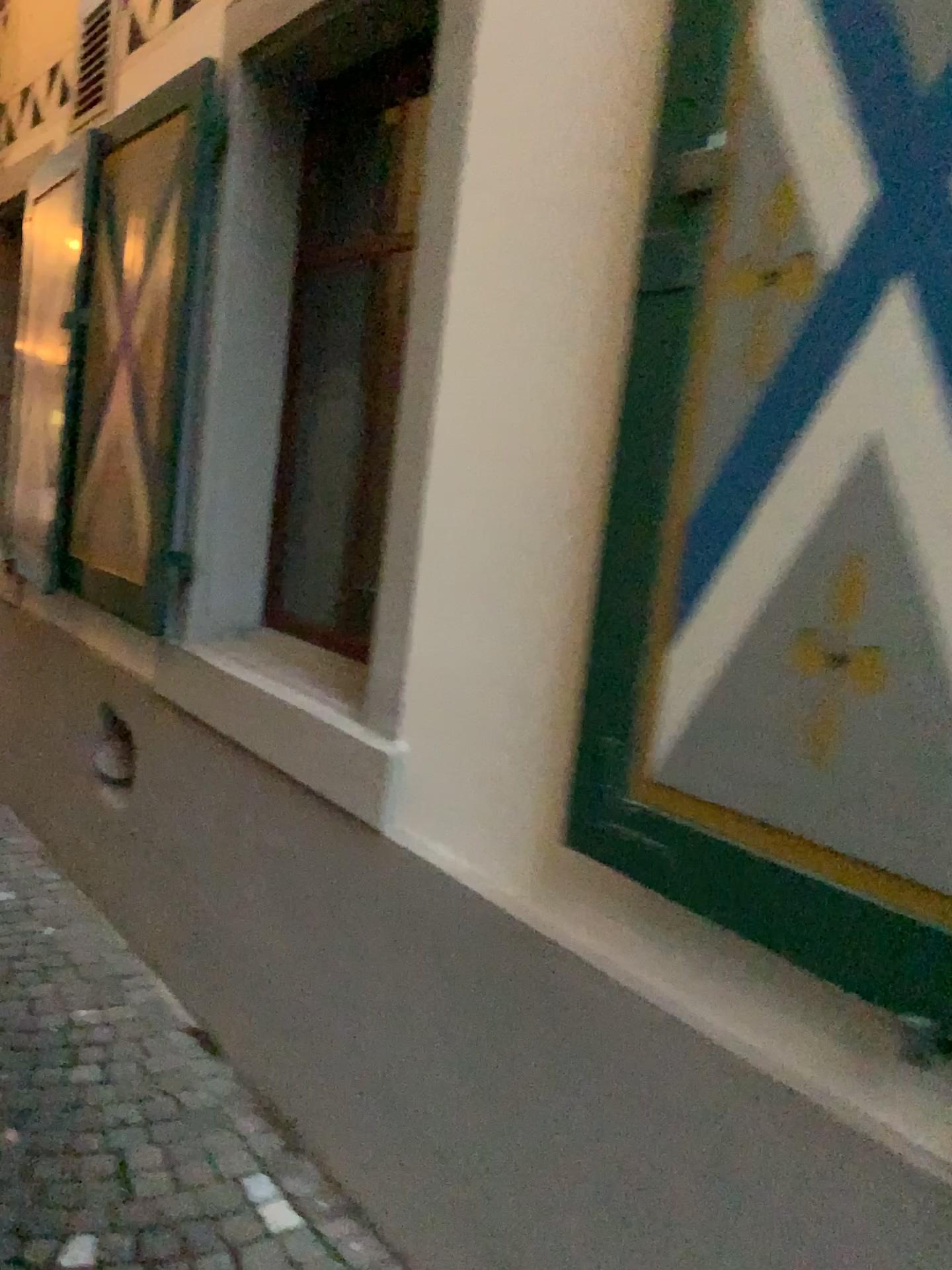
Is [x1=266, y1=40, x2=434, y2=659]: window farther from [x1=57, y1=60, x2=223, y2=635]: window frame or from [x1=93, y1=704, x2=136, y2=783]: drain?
[x1=93, y1=704, x2=136, y2=783]: drain

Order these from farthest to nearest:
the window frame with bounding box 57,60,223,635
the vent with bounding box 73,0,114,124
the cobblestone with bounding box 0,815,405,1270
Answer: the vent with bounding box 73,0,114,124 < the window frame with bounding box 57,60,223,635 < the cobblestone with bounding box 0,815,405,1270

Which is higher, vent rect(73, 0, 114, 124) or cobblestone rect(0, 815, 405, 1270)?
vent rect(73, 0, 114, 124)

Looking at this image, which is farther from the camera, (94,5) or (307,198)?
(94,5)

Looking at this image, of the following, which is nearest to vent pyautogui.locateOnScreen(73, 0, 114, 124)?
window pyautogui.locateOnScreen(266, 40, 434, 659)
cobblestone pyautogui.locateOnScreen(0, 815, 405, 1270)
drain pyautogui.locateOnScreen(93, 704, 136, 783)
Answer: window pyautogui.locateOnScreen(266, 40, 434, 659)

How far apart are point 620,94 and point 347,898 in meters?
1.5 m

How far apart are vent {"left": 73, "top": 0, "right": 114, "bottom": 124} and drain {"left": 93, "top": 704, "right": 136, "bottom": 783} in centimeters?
223cm

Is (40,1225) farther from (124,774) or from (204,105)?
(204,105)

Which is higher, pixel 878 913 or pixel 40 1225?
pixel 878 913

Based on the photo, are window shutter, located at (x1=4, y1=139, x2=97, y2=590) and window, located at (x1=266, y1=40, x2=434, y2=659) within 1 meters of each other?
no
